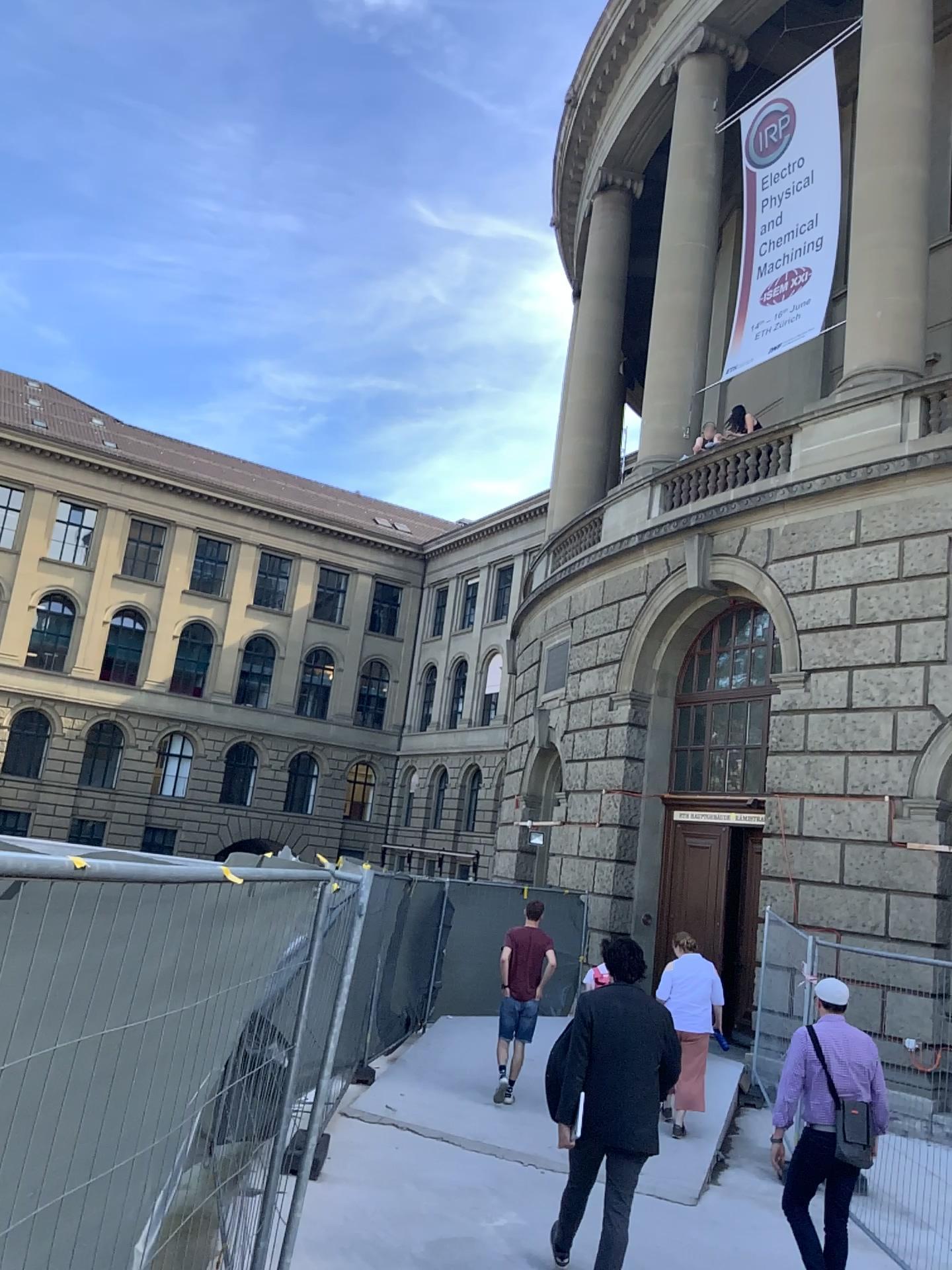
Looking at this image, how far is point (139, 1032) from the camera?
2.73m
